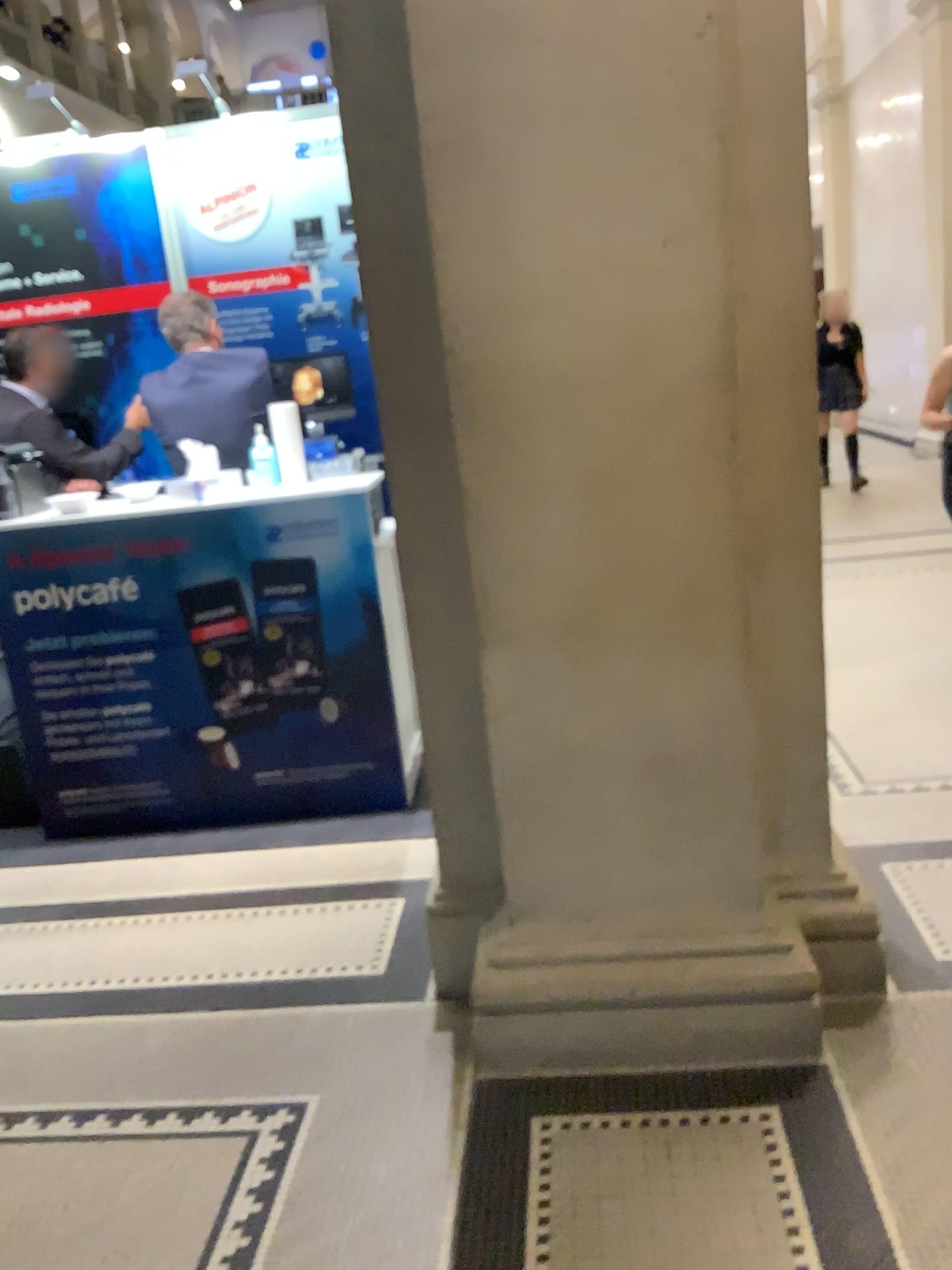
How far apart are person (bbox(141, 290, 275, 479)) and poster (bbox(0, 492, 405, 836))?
0.4 meters

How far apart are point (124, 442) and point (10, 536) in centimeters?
51cm

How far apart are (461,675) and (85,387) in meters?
2.4

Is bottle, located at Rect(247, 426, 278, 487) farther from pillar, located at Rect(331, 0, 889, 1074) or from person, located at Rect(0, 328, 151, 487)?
pillar, located at Rect(331, 0, 889, 1074)

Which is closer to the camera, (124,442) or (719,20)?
(719,20)

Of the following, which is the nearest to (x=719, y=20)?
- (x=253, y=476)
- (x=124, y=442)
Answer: (x=253, y=476)

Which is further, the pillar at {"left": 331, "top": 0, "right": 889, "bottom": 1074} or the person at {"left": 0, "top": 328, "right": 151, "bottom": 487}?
the person at {"left": 0, "top": 328, "right": 151, "bottom": 487}

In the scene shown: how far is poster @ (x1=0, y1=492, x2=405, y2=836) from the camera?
3.5 meters

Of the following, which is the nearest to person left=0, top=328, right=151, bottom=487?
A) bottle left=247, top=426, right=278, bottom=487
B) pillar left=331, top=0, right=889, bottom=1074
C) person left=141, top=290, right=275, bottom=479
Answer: person left=141, top=290, right=275, bottom=479

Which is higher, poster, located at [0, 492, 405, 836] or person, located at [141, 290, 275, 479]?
person, located at [141, 290, 275, 479]
